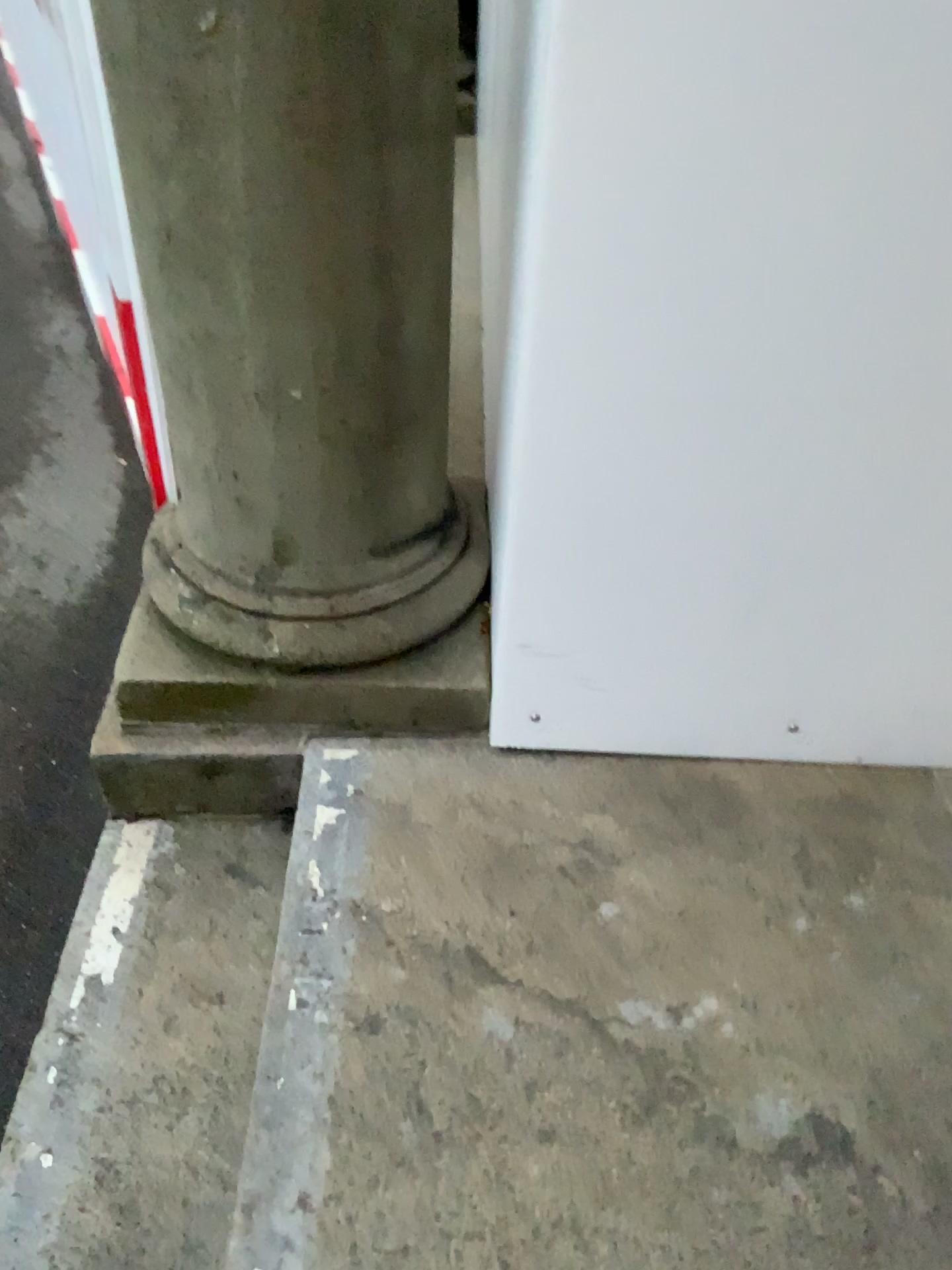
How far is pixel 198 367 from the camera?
1.4 meters
